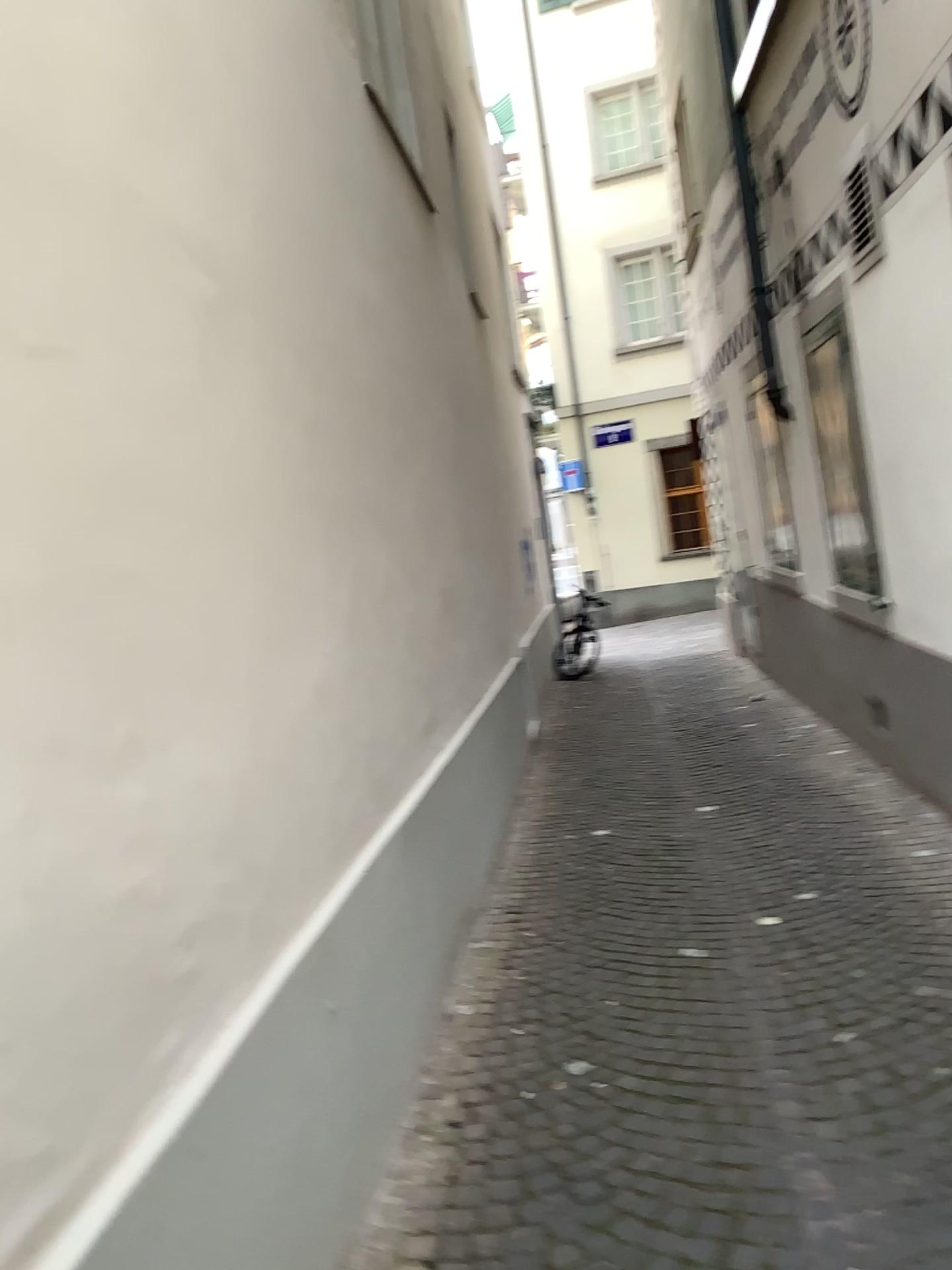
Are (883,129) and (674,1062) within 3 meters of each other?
no
